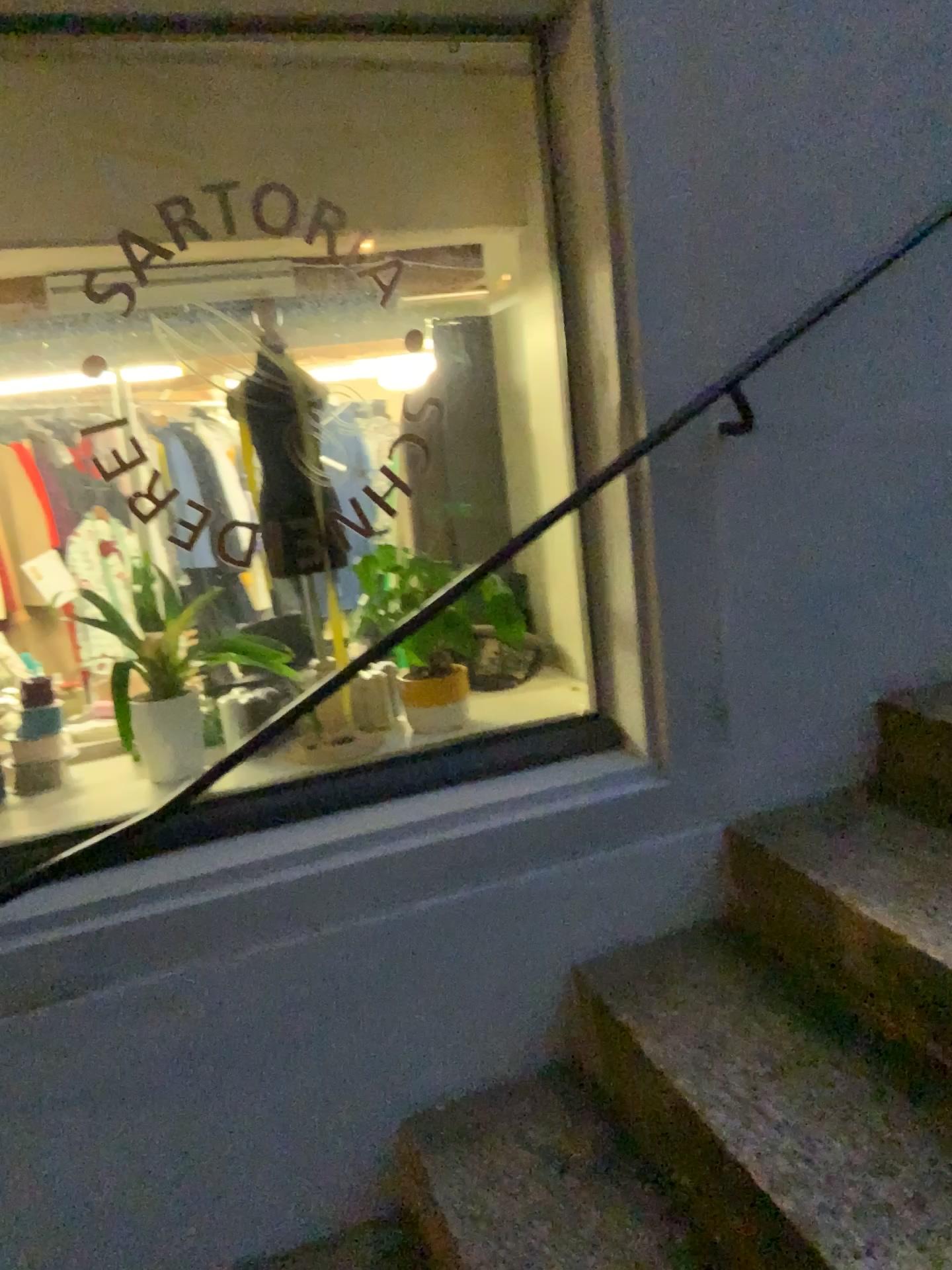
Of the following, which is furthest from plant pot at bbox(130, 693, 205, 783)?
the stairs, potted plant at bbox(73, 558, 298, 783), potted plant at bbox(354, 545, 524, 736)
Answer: the stairs

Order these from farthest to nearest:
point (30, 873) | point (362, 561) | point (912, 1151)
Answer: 1. point (362, 561)
2. point (30, 873)
3. point (912, 1151)

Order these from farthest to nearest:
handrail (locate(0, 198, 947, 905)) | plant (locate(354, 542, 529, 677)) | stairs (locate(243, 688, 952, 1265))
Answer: plant (locate(354, 542, 529, 677)), handrail (locate(0, 198, 947, 905)), stairs (locate(243, 688, 952, 1265))

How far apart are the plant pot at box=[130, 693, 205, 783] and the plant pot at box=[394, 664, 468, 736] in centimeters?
40cm

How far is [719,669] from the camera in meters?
1.8 m

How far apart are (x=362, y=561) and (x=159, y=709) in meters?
0.5

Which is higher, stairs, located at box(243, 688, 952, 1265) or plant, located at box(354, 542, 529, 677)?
plant, located at box(354, 542, 529, 677)

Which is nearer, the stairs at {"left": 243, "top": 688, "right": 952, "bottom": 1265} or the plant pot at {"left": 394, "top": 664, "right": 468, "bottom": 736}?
the stairs at {"left": 243, "top": 688, "right": 952, "bottom": 1265}

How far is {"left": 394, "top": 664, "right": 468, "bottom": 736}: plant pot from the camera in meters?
2.0 m

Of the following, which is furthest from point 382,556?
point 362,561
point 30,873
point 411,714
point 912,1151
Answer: point 912,1151
